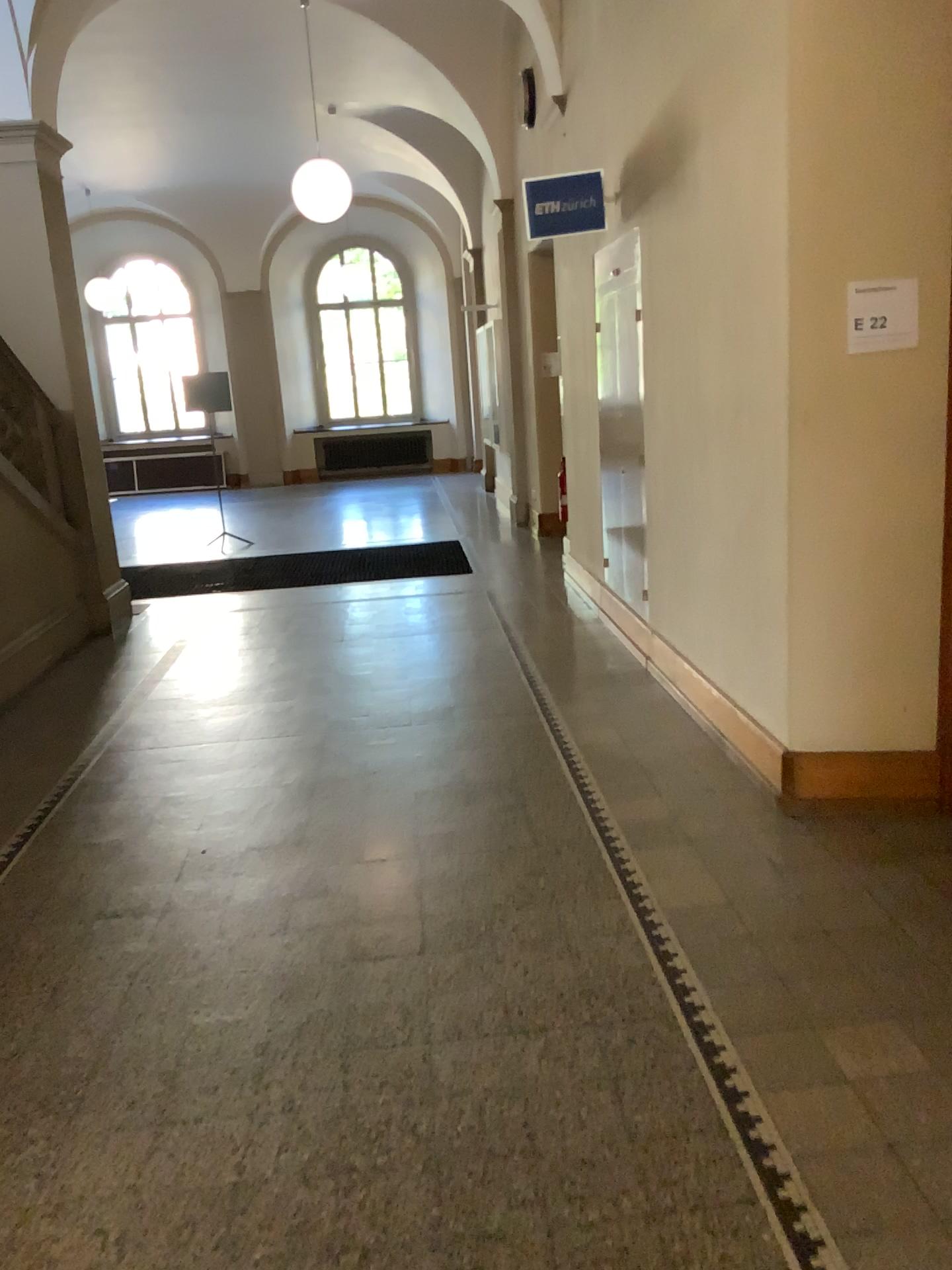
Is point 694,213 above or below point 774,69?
below

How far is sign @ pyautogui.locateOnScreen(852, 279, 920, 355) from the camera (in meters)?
3.26

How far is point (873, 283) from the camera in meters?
3.3 m
